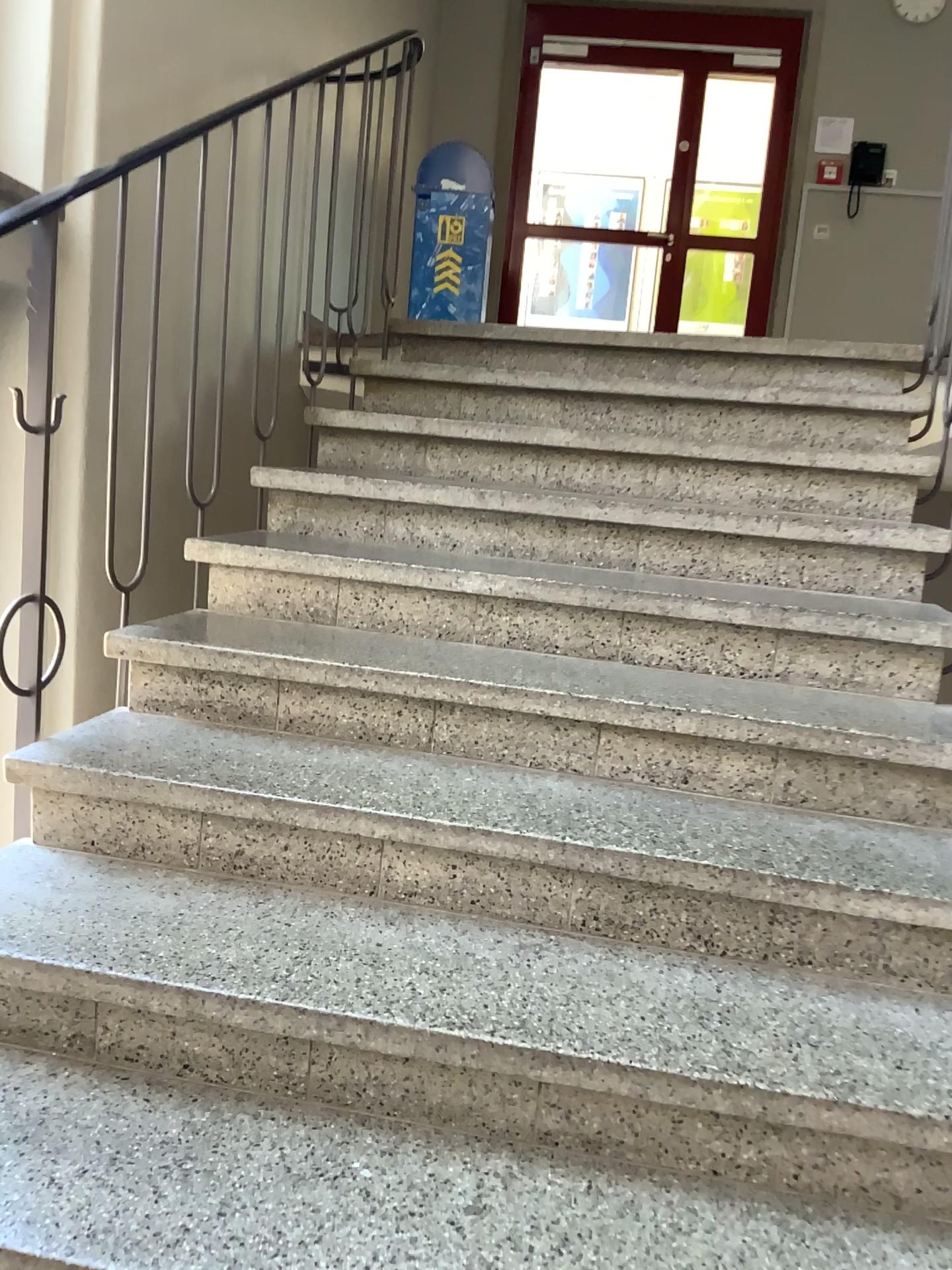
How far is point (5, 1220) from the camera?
→ 1.2 meters

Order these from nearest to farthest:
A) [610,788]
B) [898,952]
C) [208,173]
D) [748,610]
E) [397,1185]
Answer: [397,1185], [898,952], [610,788], [748,610], [208,173]

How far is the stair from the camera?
1.2 meters
